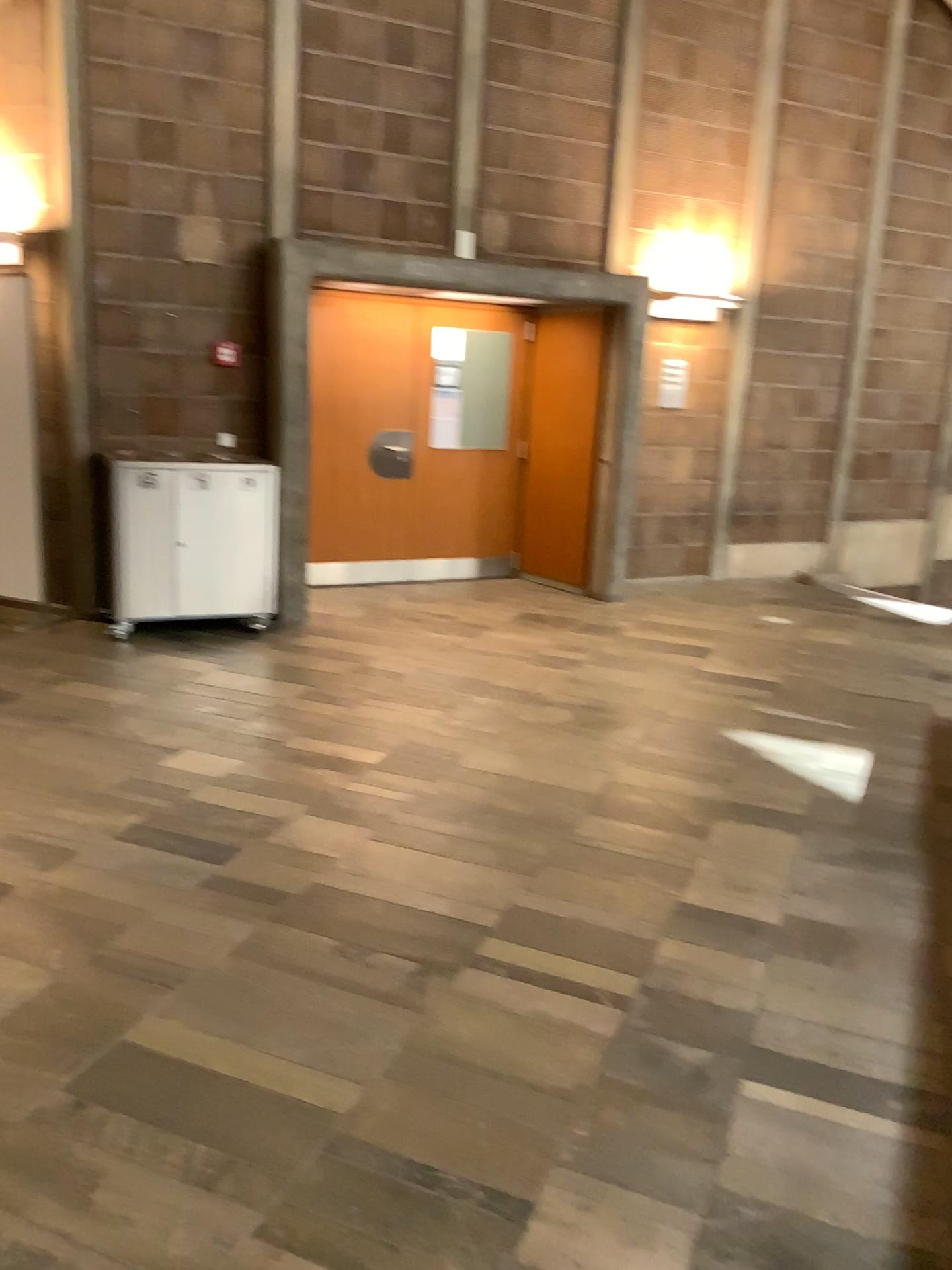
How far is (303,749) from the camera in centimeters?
441cm
